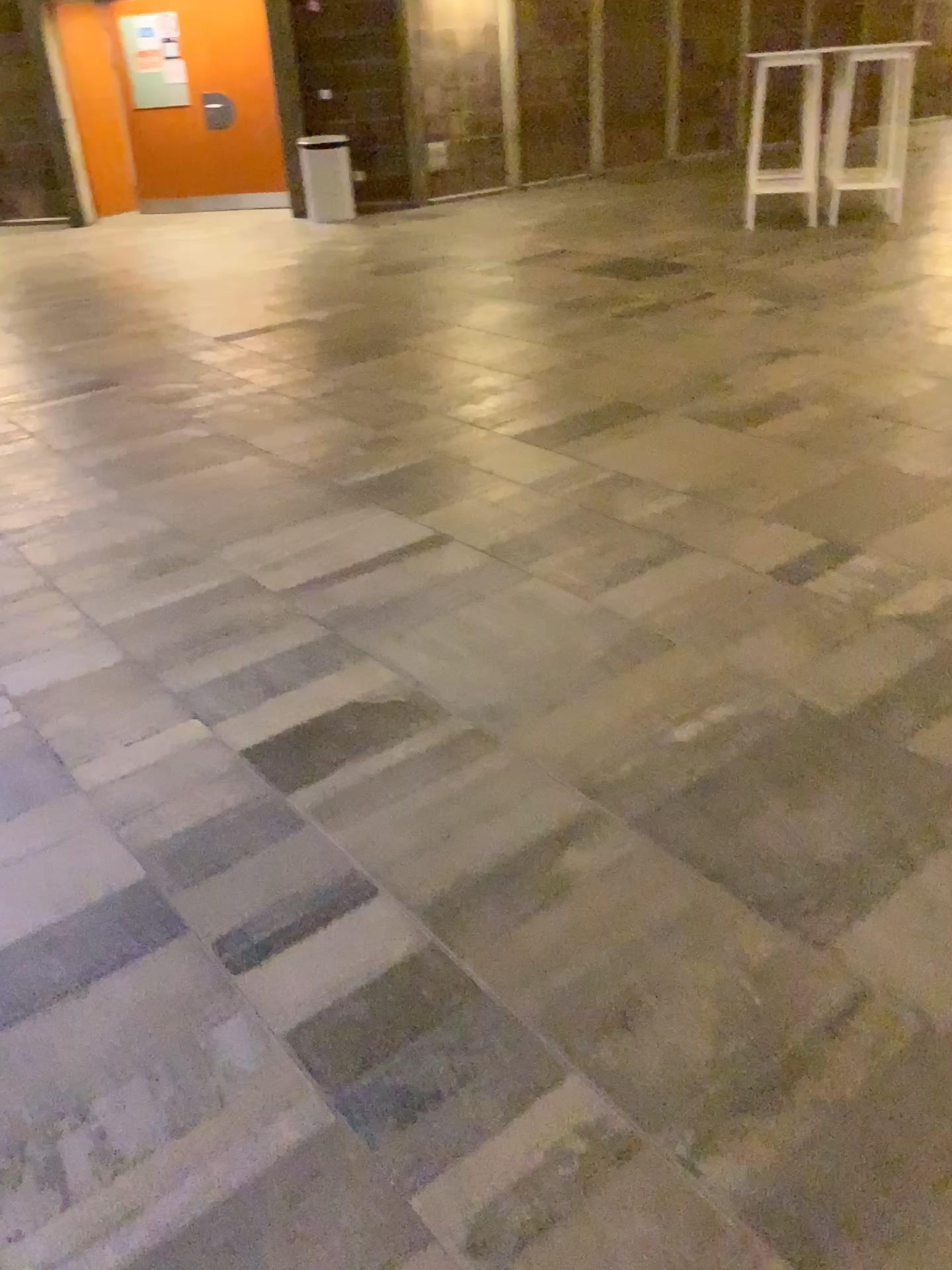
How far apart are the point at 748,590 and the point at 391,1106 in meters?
1.8 m
